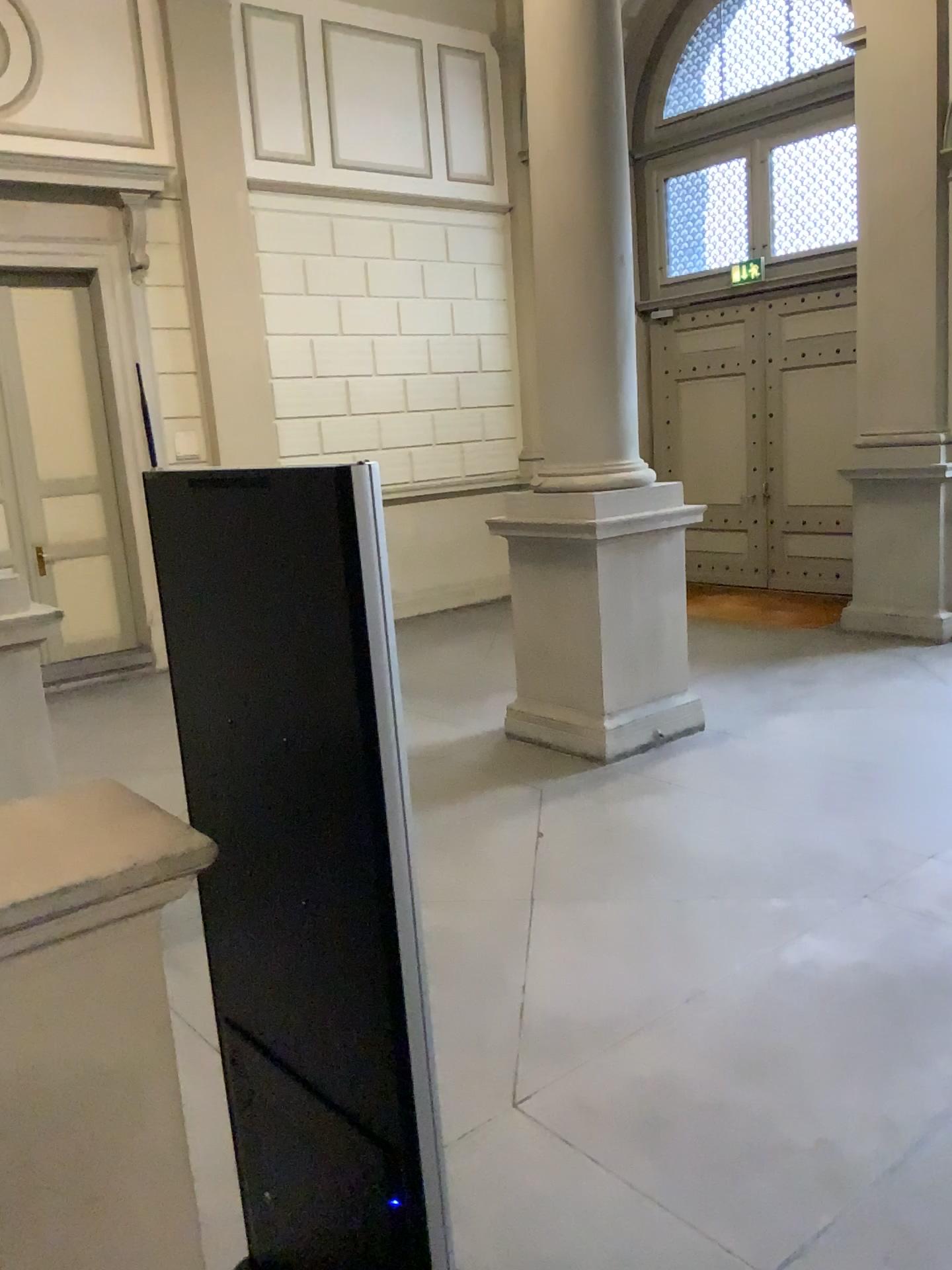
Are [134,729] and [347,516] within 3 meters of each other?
no
